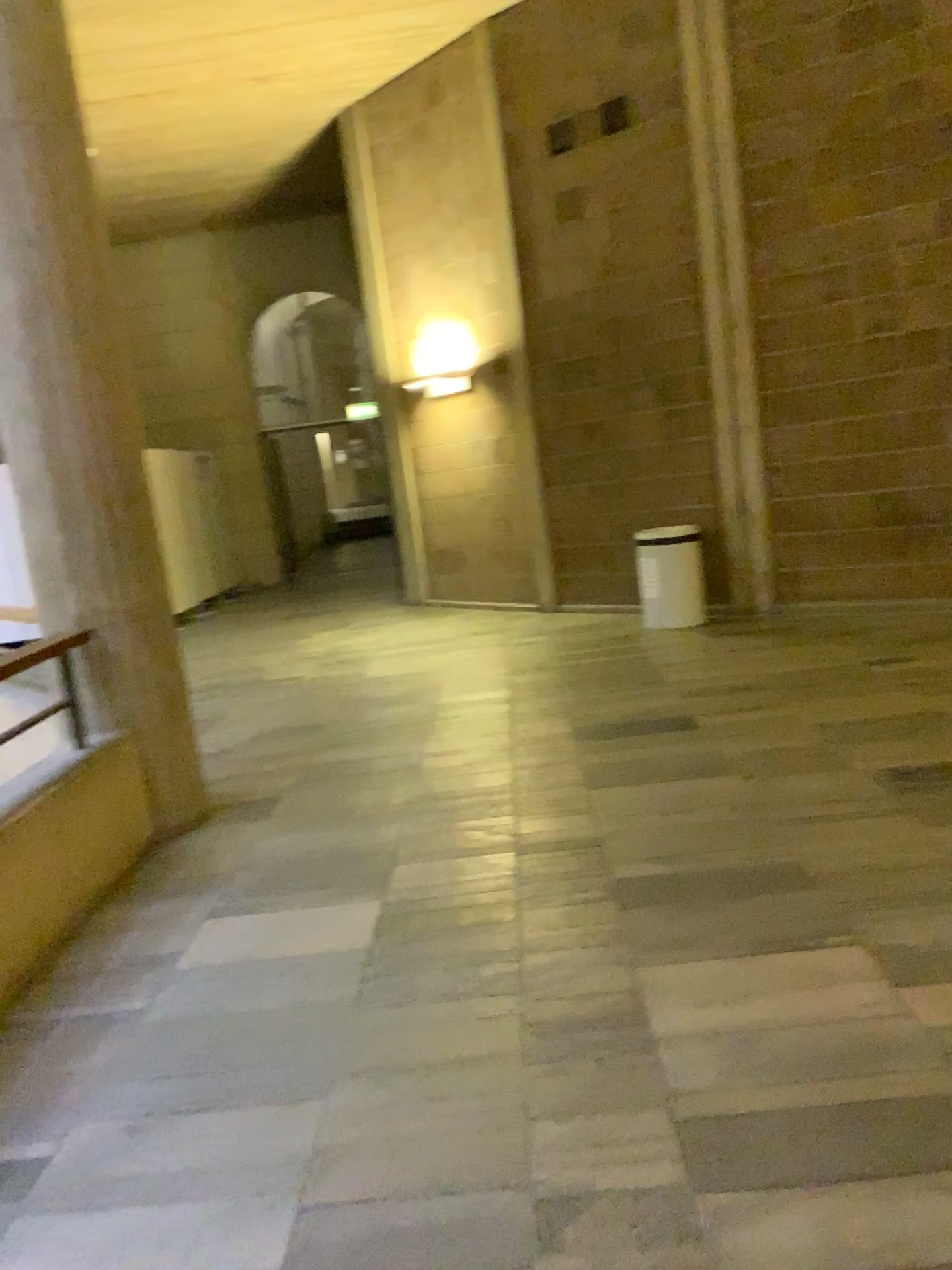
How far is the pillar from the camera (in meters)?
4.00

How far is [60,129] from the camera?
4.1 meters

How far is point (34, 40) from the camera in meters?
4.0 m
